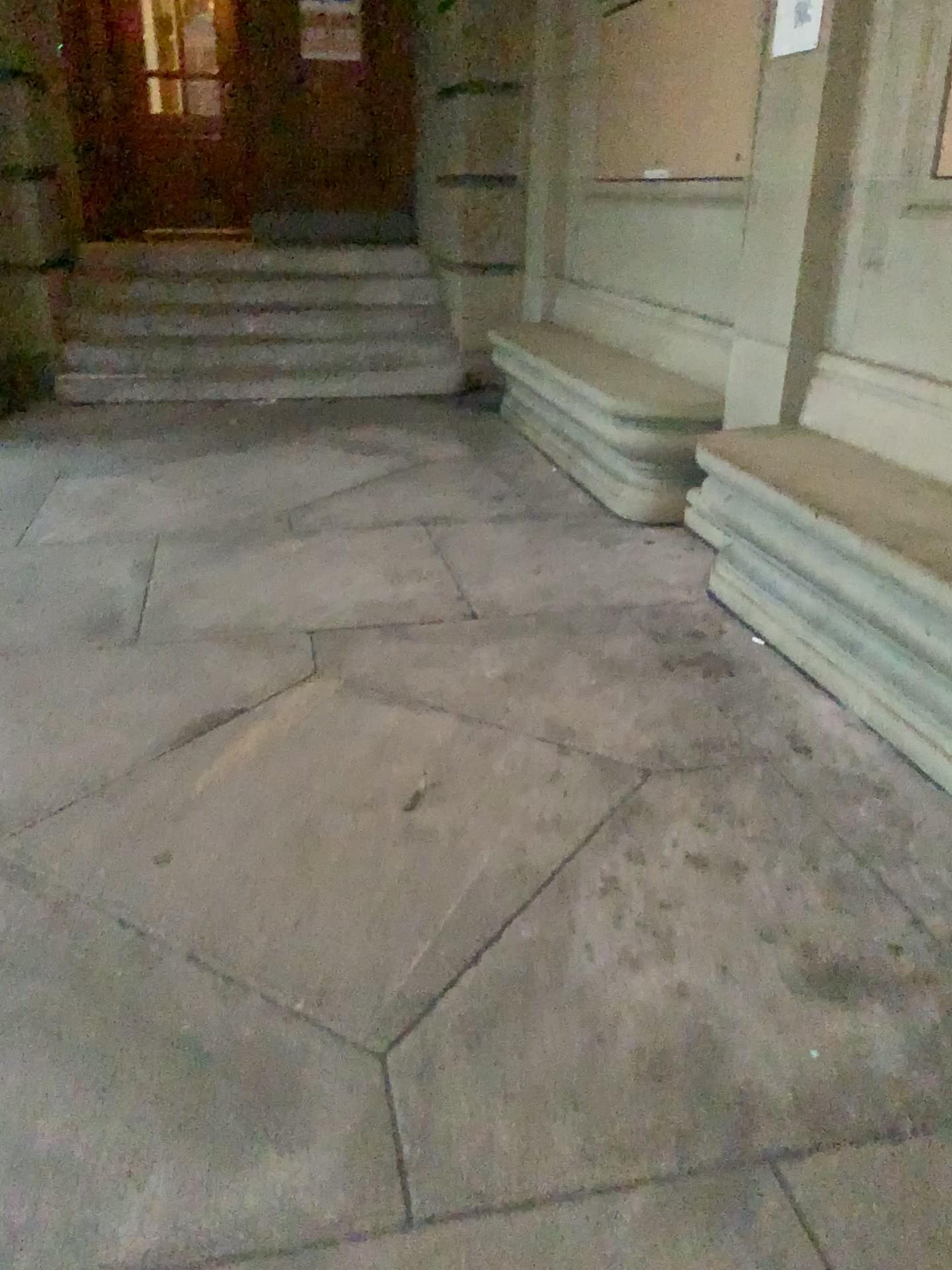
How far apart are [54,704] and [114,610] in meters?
0.6 m
